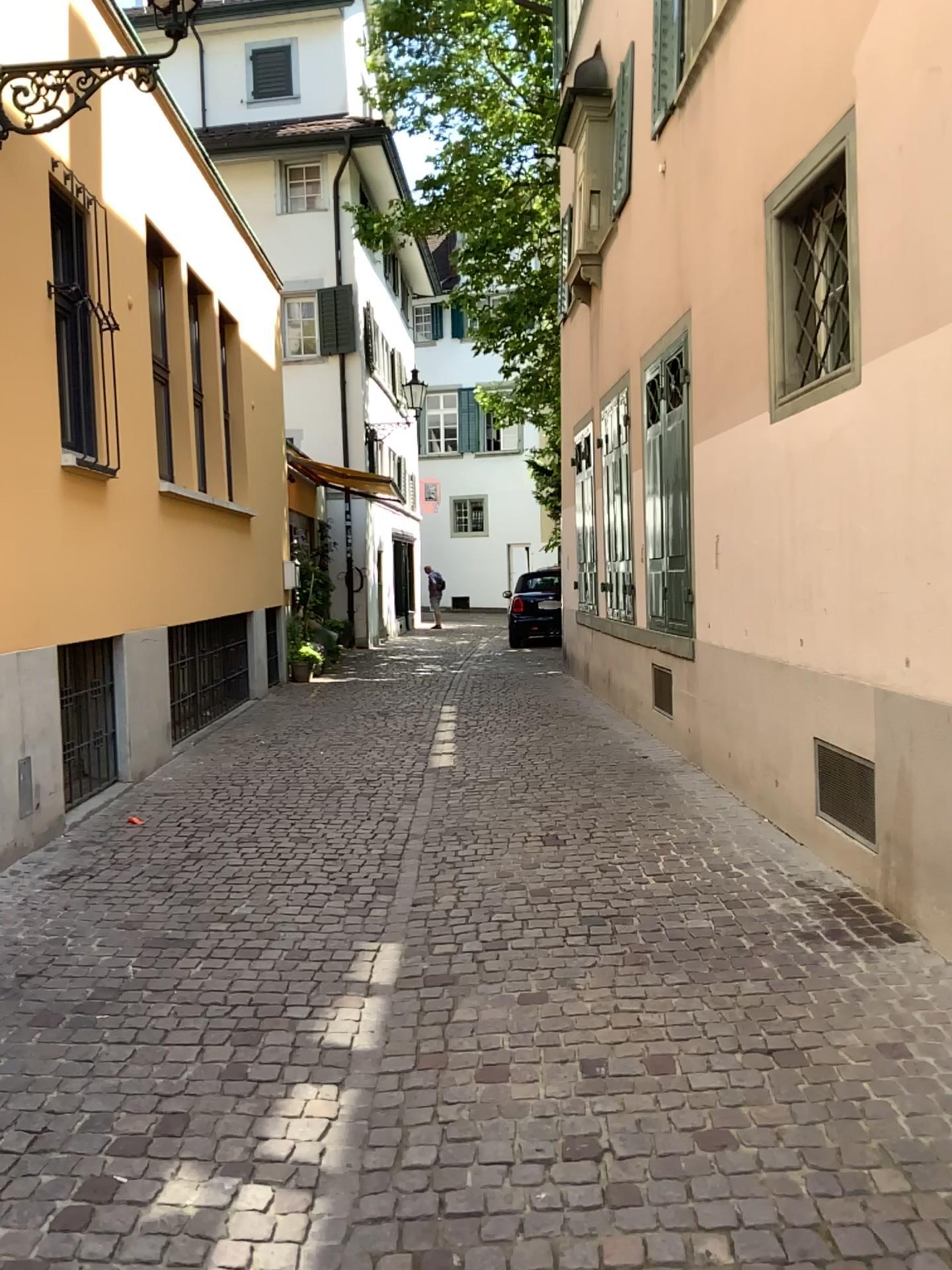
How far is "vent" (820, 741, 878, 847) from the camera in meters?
4.4 m

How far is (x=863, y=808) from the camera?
4.4m

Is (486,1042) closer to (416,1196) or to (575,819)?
(416,1196)
